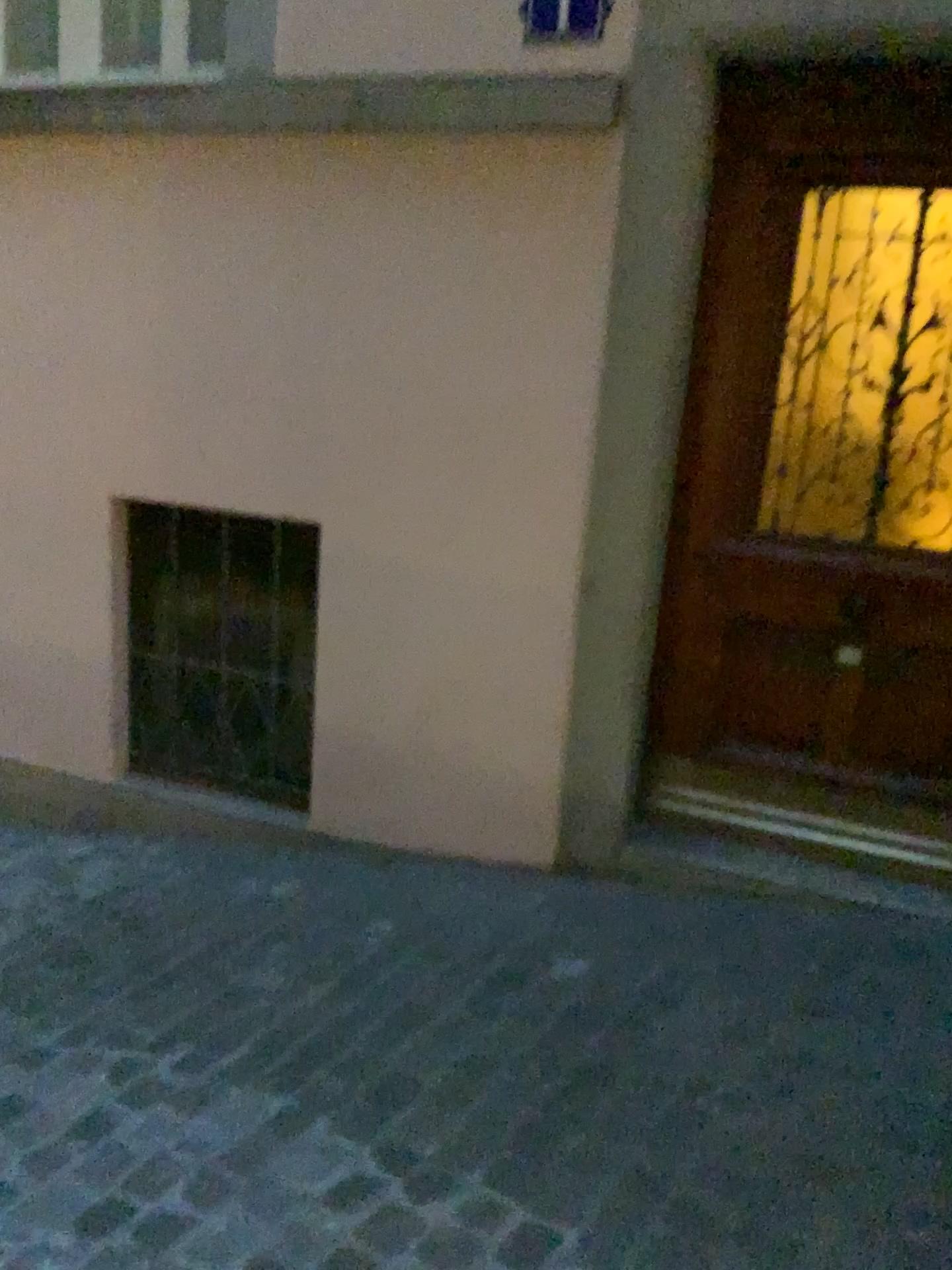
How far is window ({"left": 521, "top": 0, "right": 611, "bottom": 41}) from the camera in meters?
2.5

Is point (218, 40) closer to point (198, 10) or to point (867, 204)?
point (198, 10)

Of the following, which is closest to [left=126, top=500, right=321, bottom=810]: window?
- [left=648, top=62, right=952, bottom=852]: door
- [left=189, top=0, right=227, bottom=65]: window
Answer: [left=648, top=62, right=952, bottom=852]: door

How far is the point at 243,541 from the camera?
3.30m

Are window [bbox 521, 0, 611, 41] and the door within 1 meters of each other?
yes

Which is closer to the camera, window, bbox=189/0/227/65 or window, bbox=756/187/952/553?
window, bbox=756/187/952/553

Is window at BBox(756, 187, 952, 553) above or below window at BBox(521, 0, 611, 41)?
below

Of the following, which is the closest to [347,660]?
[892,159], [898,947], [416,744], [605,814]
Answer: [416,744]

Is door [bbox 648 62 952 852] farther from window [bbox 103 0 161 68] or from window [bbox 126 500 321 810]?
window [bbox 103 0 161 68]

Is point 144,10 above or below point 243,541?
above
